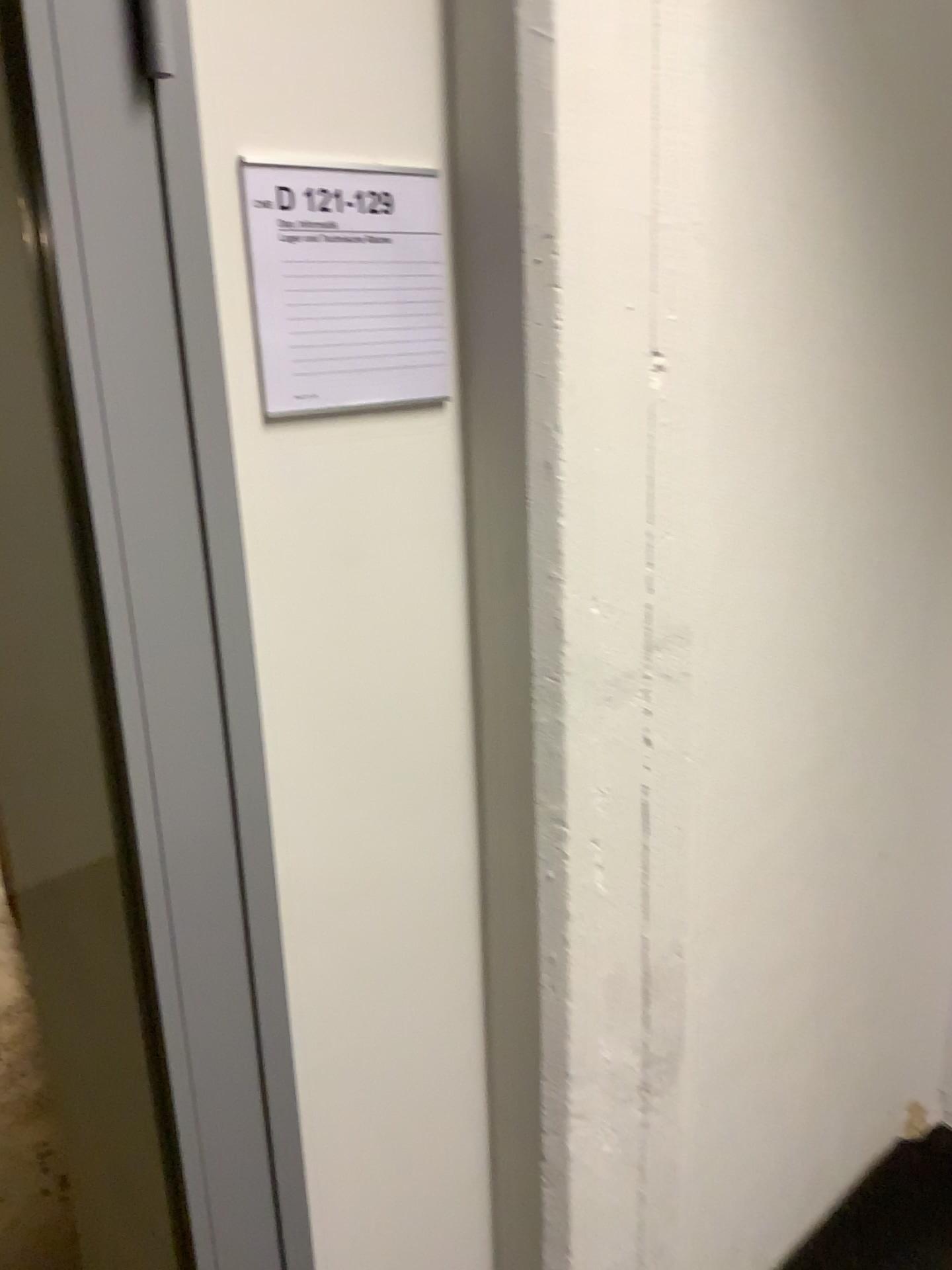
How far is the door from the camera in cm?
81

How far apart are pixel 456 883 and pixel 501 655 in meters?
0.3

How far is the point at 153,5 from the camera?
0.81m

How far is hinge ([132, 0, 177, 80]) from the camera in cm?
81

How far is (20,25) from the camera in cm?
81

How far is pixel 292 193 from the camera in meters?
0.9

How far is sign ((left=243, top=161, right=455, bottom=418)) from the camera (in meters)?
0.93
